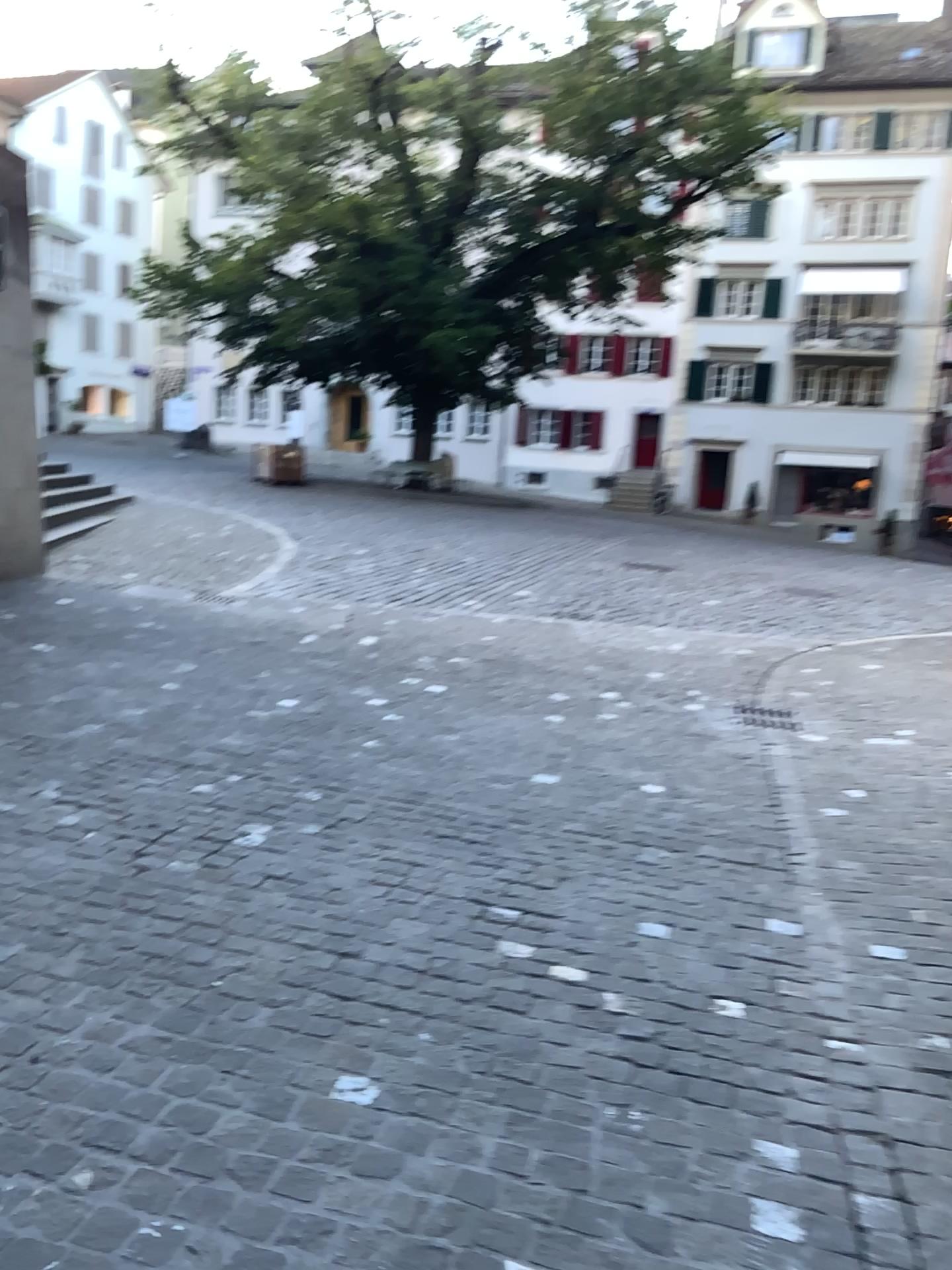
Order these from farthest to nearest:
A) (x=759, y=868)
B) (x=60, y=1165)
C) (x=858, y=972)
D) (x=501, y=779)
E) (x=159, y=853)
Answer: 1. (x=501, y=779)
2. (x=759, y=868)
3. (x=159, y=853)
4. (x=858, y=972)
5. (x=60, y=1165)
